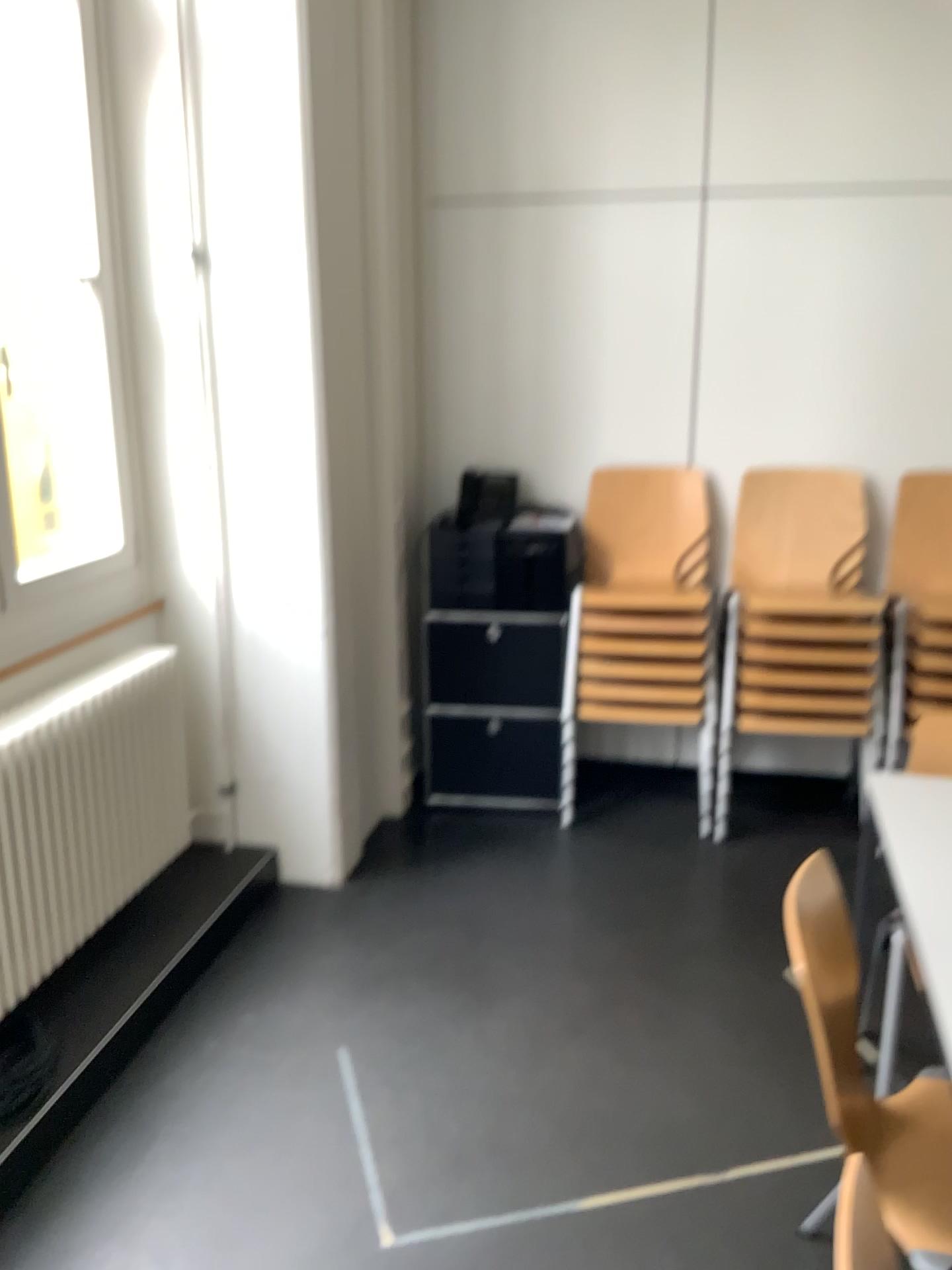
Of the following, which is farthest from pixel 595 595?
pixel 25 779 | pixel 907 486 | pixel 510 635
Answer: pixel 25 779

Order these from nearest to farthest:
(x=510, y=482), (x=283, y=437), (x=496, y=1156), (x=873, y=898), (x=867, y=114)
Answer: (x=496, y=1156)
(x=873, y=898)
(x=283, y=437)
(x=867, y=114)
(x=510, y=482)

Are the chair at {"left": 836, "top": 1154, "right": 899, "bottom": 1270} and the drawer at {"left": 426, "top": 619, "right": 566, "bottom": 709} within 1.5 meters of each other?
no

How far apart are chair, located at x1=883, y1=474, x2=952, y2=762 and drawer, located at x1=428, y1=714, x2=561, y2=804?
1.2m

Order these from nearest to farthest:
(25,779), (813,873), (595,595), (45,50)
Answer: (813,873)
(25,779)
(45,50)
(595,595)

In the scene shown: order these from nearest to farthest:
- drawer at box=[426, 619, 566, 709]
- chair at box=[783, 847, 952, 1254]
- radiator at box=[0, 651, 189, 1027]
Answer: chair at box=[783, 847, 952, 1254] < radiator at box=[0, 651, 189, 1027] < drawer at box=[426, 619, 566, 709]

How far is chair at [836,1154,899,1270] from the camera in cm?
186

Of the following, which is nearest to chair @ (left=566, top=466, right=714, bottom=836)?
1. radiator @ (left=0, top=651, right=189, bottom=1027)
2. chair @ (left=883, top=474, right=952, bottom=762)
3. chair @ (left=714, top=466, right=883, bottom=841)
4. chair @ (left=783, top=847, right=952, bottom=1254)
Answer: chair @ (left=714, top=466, right=883, bottom=841)

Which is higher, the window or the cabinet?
the window

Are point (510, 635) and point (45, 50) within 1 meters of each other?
no
